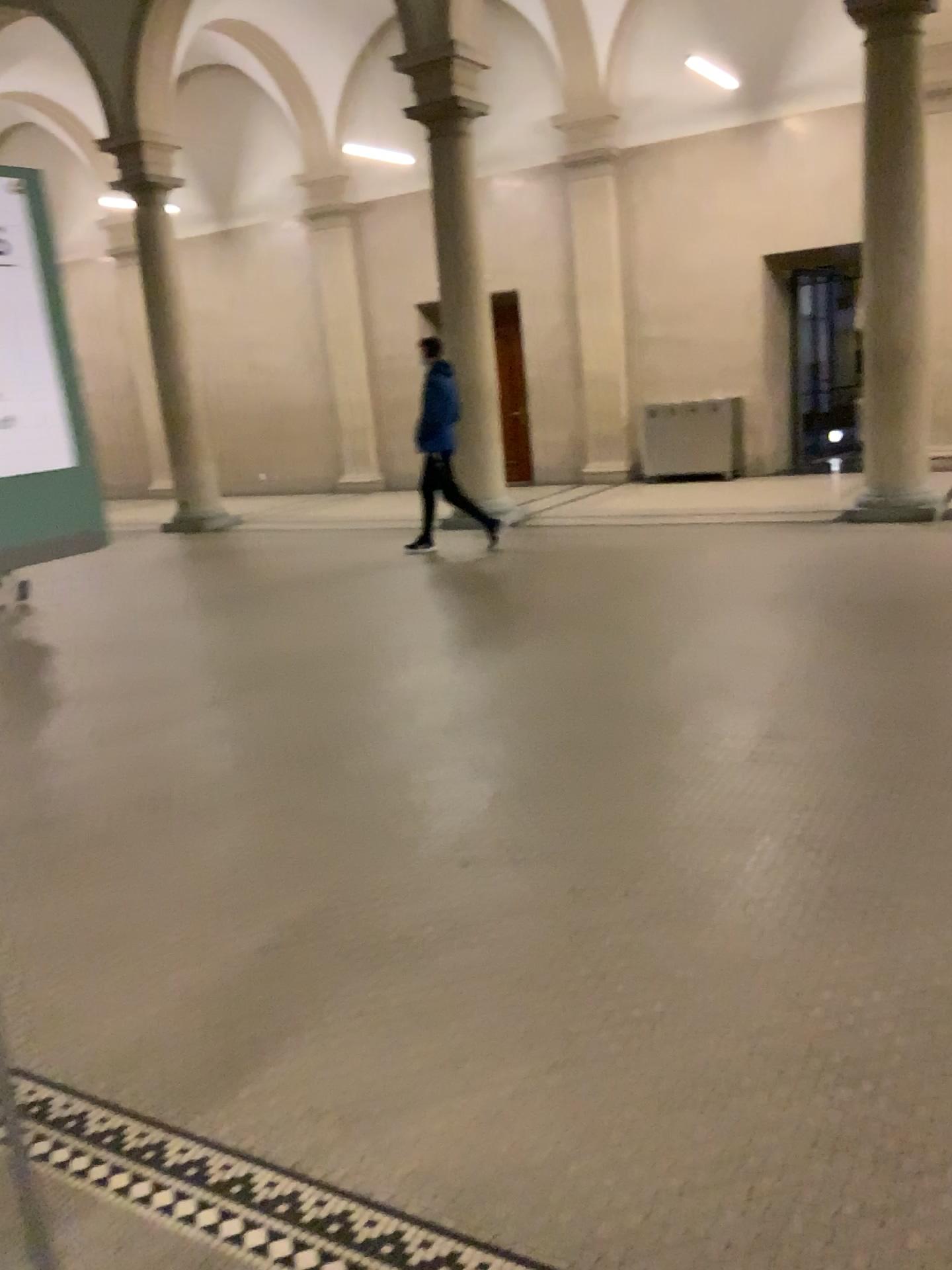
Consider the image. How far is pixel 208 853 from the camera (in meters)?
3.74
